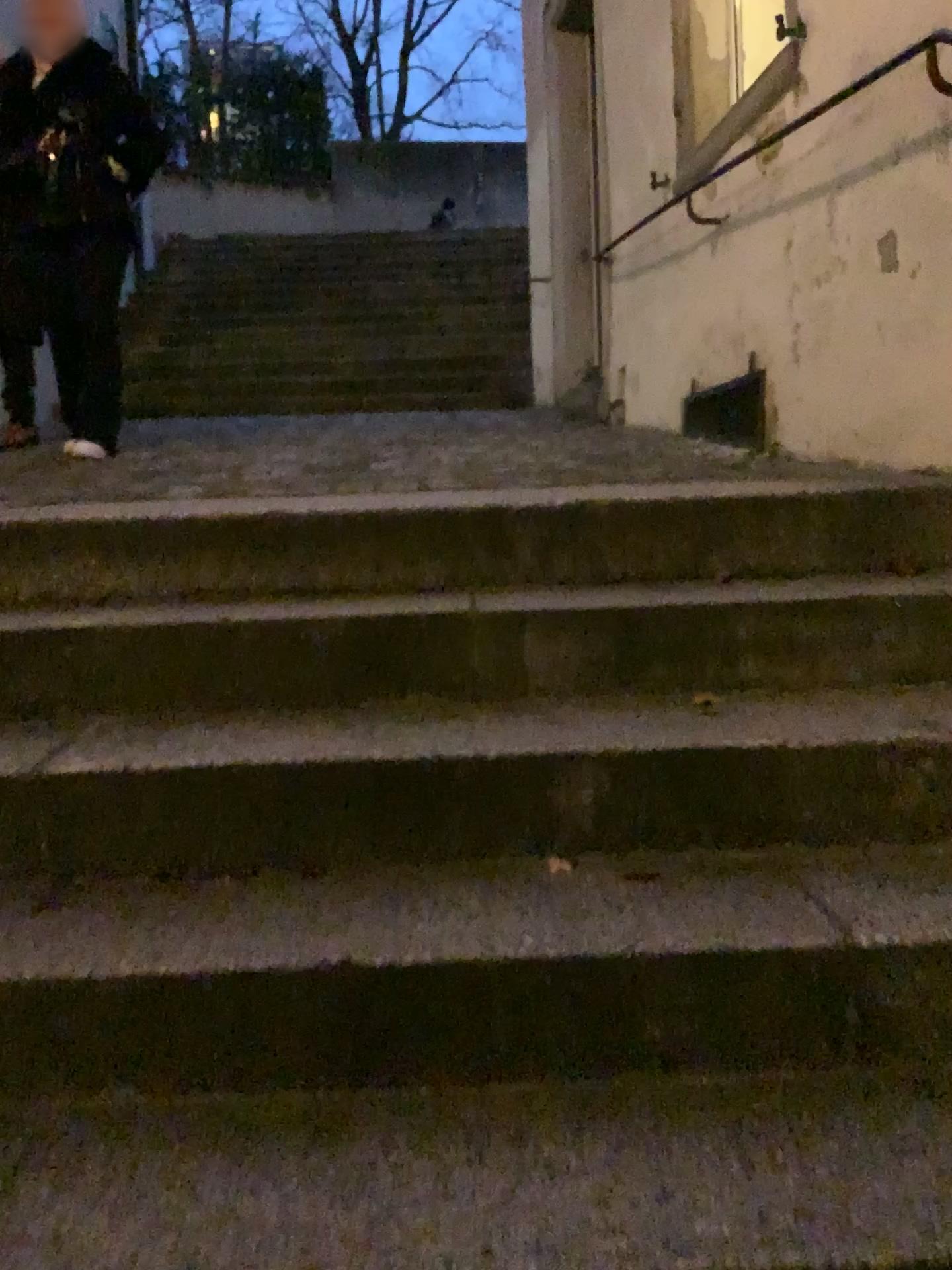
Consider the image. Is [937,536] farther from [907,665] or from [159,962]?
[159,962]

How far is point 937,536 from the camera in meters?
2.0

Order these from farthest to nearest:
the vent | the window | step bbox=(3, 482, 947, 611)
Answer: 1. the window
2. the vent
3. step bbox=(3, 482, 947, 611)

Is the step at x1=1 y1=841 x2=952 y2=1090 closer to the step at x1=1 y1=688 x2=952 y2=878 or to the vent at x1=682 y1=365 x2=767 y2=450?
the step at x1=1 y1=688 x2=952 y2=878

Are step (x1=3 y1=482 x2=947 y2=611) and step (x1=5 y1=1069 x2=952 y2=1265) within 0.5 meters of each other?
no

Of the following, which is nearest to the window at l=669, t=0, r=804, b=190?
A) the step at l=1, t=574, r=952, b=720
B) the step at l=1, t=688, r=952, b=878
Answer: the step at l=1, t=574, r=952, b=720

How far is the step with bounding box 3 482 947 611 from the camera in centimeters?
205cm

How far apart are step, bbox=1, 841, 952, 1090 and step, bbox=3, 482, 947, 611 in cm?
86

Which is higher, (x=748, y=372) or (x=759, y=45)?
(x=759, y=45)

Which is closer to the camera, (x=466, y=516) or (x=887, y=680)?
(x=887, y=680)
